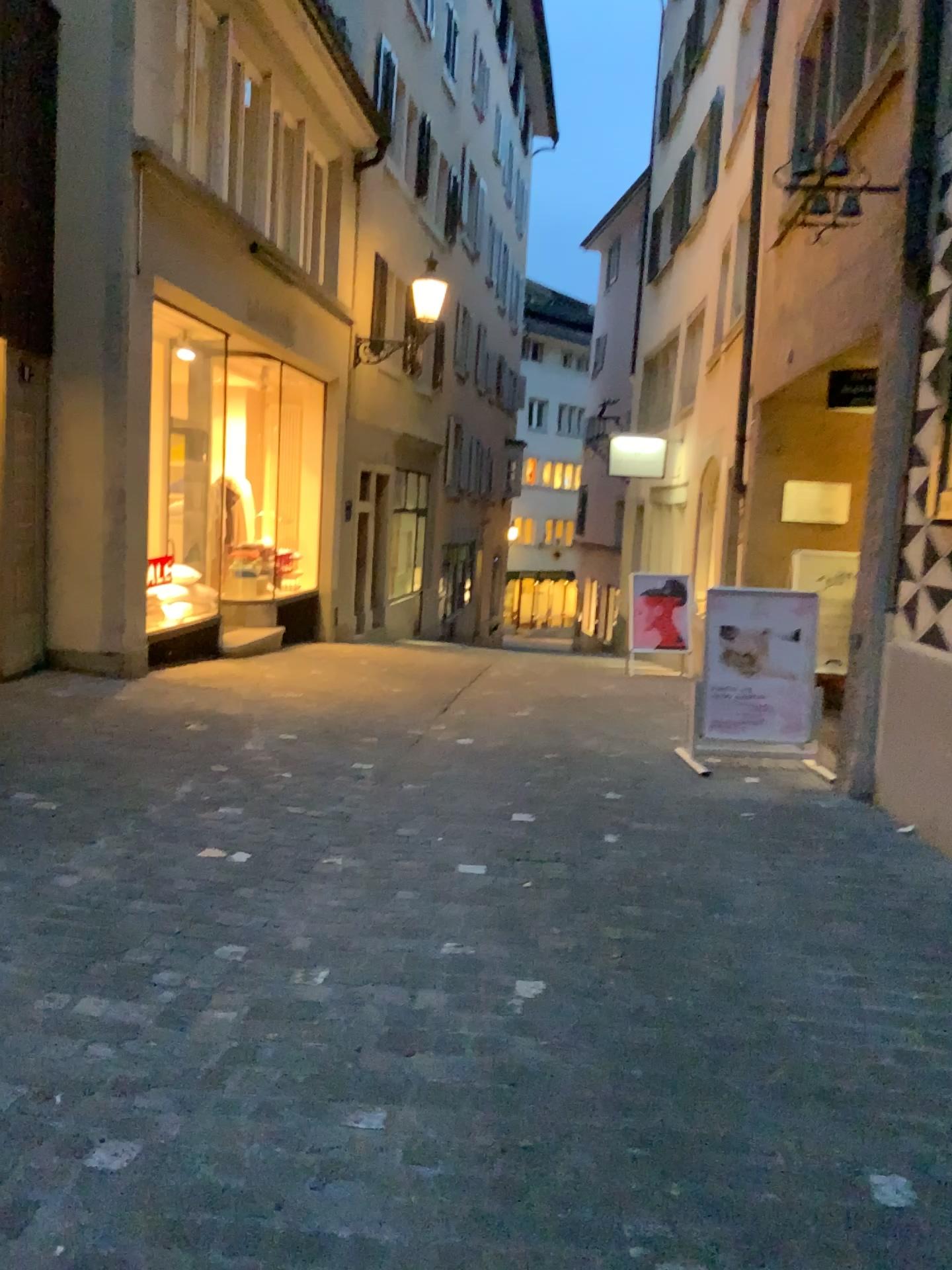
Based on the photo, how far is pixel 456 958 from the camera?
3.0 meters
